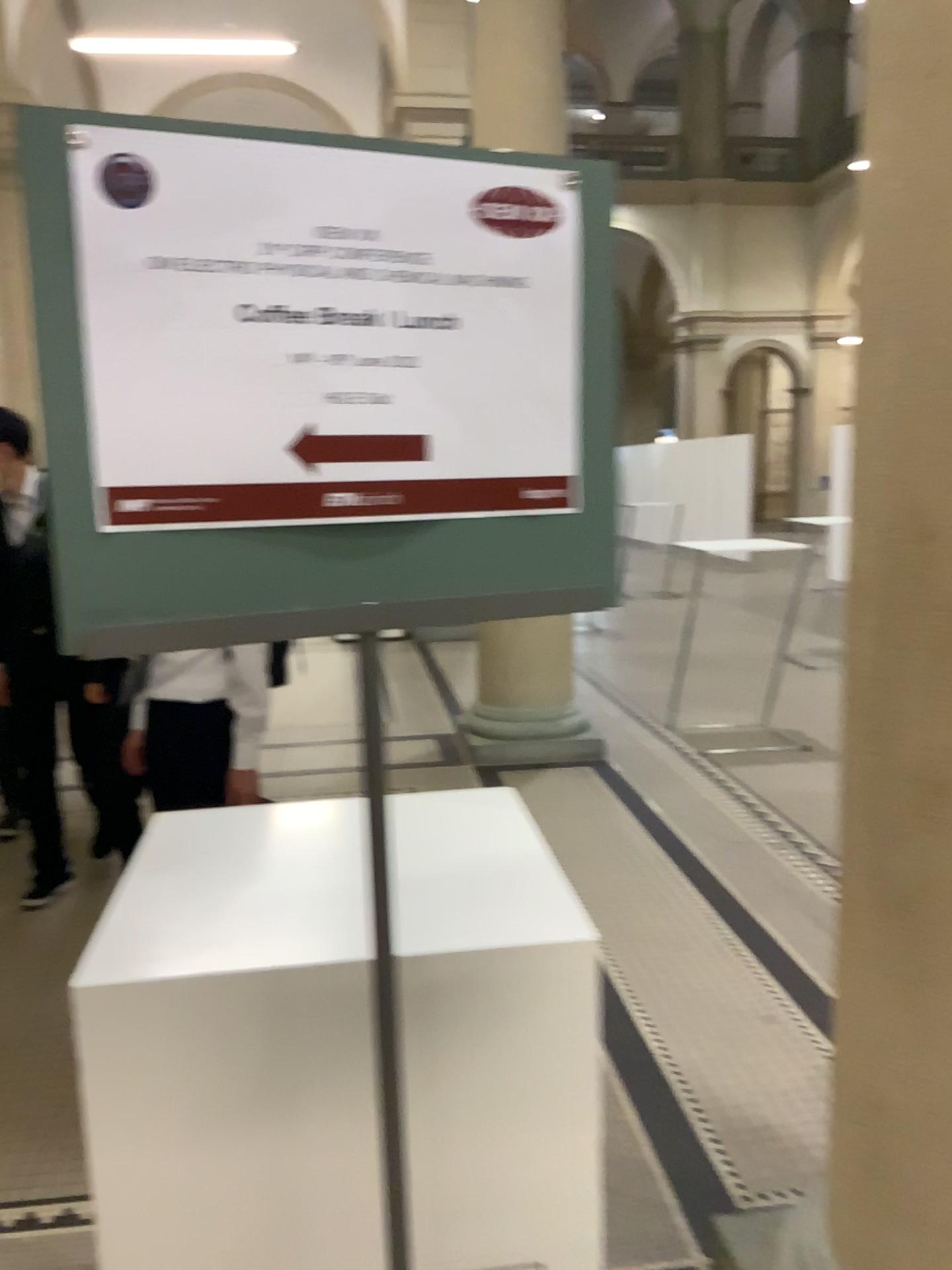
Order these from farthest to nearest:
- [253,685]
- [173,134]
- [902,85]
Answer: [253,685], [902,85], [173,134]

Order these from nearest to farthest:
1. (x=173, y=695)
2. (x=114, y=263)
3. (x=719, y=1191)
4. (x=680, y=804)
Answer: (x=114, y=263) → (x=719, y=1191) → (x=173, y=695) → (x=680, y=804)

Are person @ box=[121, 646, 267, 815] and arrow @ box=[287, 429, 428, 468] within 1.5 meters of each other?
no

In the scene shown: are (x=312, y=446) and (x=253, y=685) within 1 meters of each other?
no

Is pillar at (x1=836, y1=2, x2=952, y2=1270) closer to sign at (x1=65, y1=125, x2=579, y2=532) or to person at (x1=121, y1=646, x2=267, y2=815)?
sign at (x1=65, y1=125, x2=579, y2=532)

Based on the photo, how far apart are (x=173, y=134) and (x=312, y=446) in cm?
25

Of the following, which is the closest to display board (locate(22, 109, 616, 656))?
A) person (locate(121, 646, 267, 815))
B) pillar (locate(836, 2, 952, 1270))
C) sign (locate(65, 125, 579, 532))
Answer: sign (locate(65, 125, 579, 532))

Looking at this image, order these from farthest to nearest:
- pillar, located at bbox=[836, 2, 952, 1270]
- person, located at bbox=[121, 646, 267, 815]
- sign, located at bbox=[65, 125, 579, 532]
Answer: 1. person, located at bbox=[121, 646, 267, 815]
2. pillar, located at bbox=[836, 2, 952, 1270]
3. sign, located at bbox=[65, 125, 579, 532]

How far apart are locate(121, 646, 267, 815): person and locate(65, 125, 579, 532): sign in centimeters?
194cm

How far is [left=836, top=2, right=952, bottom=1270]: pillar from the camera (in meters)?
1.36
